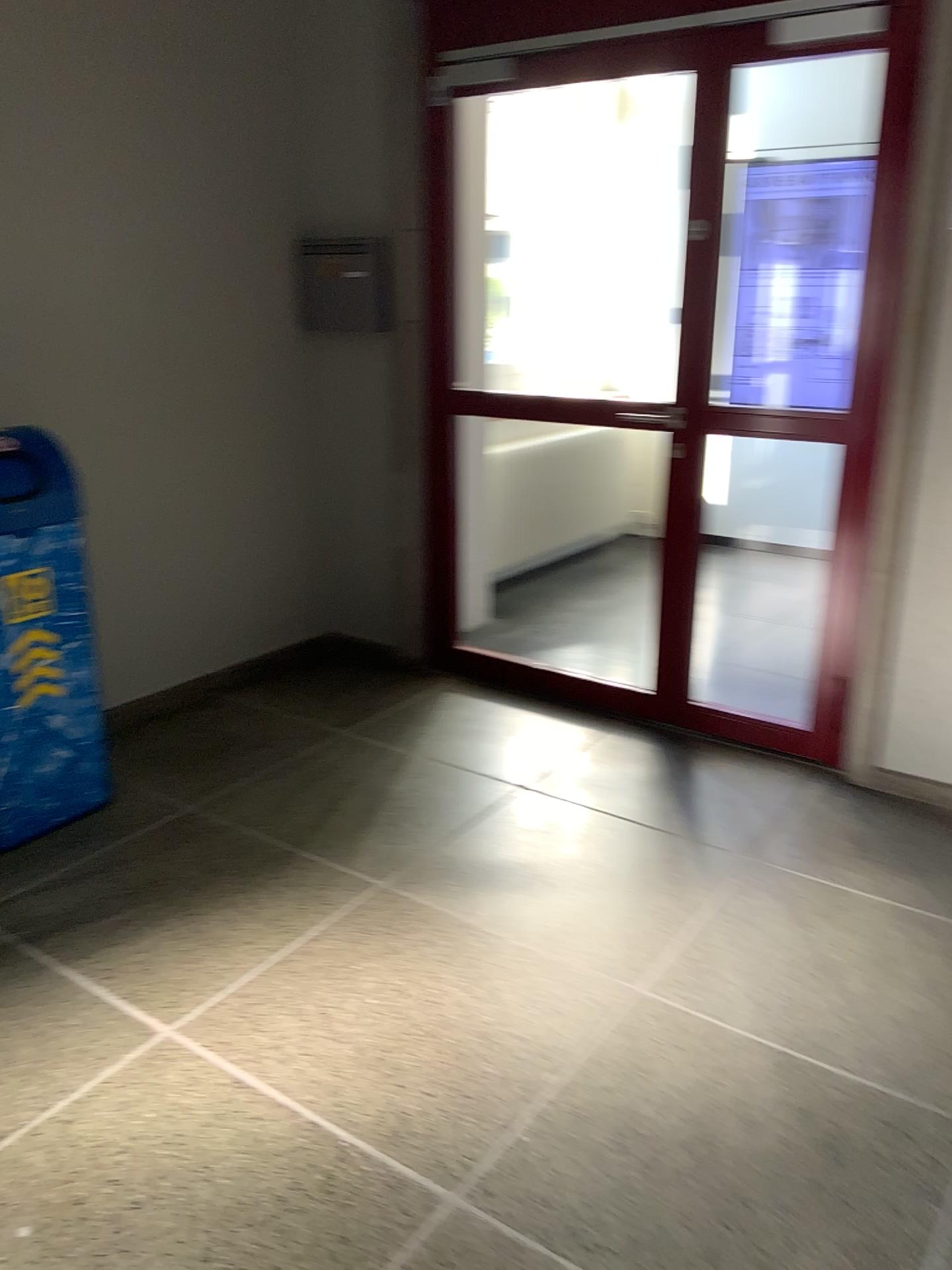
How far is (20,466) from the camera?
2.7m

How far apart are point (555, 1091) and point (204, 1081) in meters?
0.7

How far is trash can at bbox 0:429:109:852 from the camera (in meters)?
2.72
